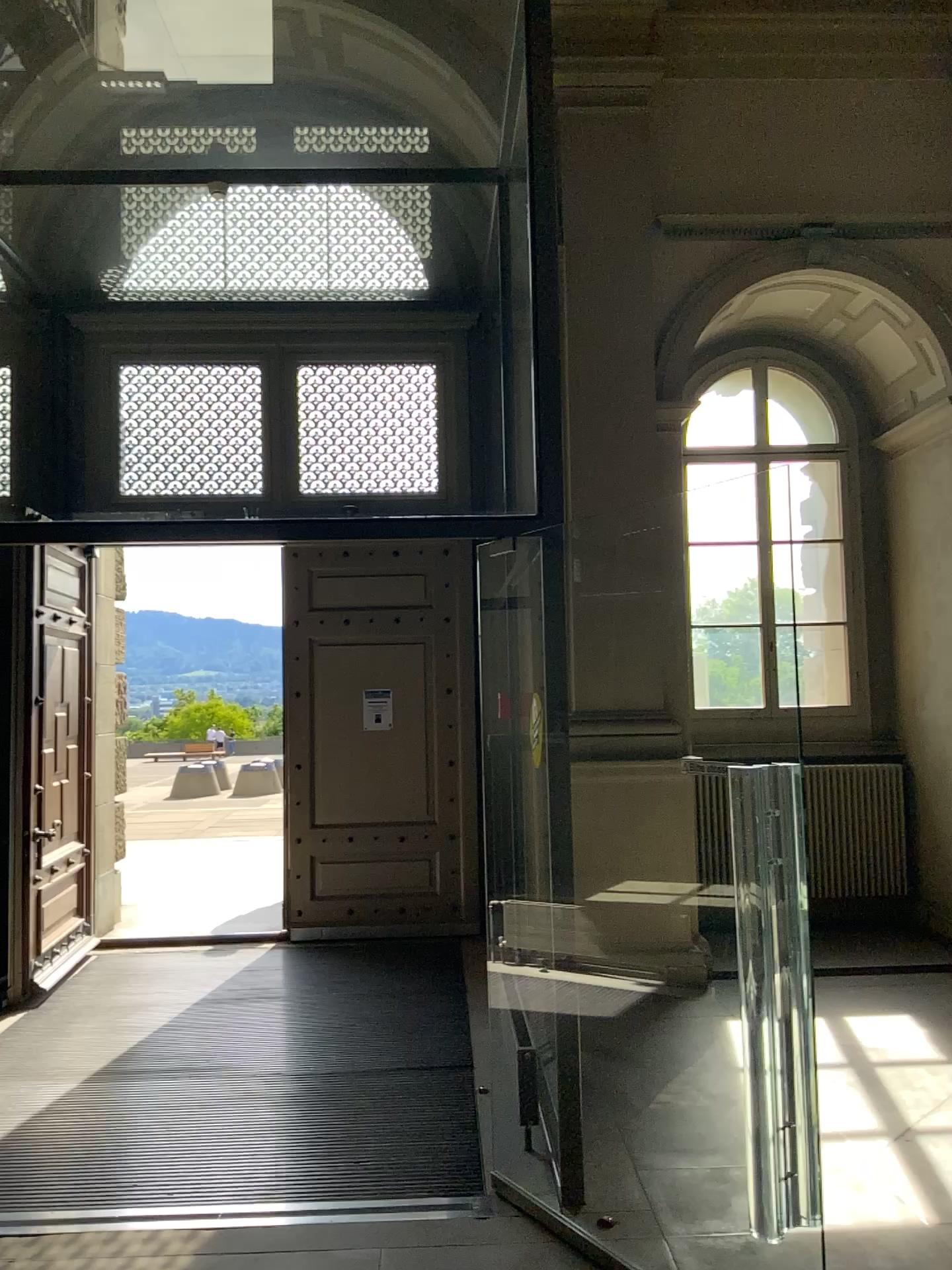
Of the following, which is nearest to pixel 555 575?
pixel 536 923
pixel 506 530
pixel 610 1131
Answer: pixel 506 530
